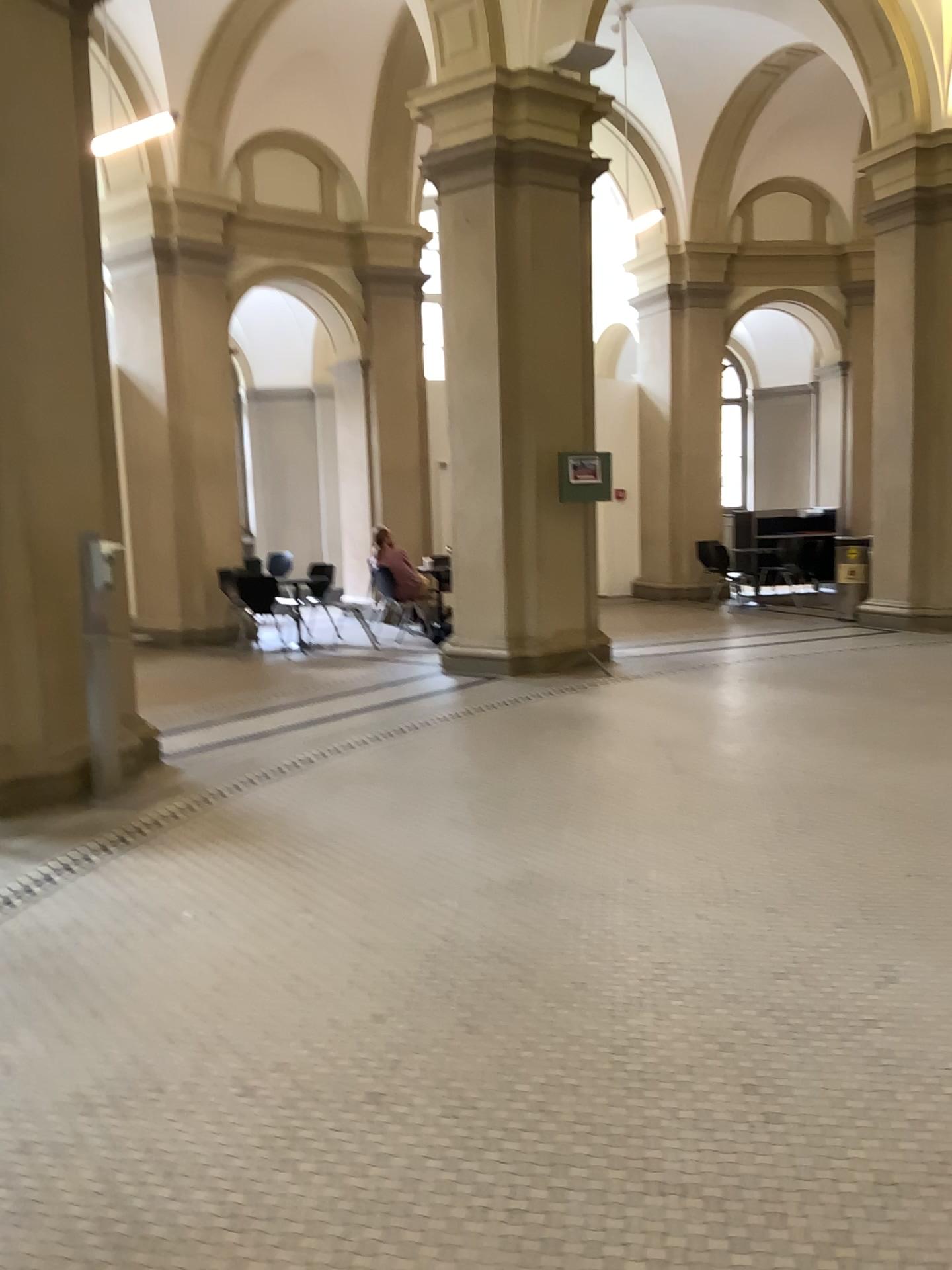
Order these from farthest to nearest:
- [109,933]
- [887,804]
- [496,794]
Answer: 1. [496,794]
2. [887,804]
3. [109,933]
